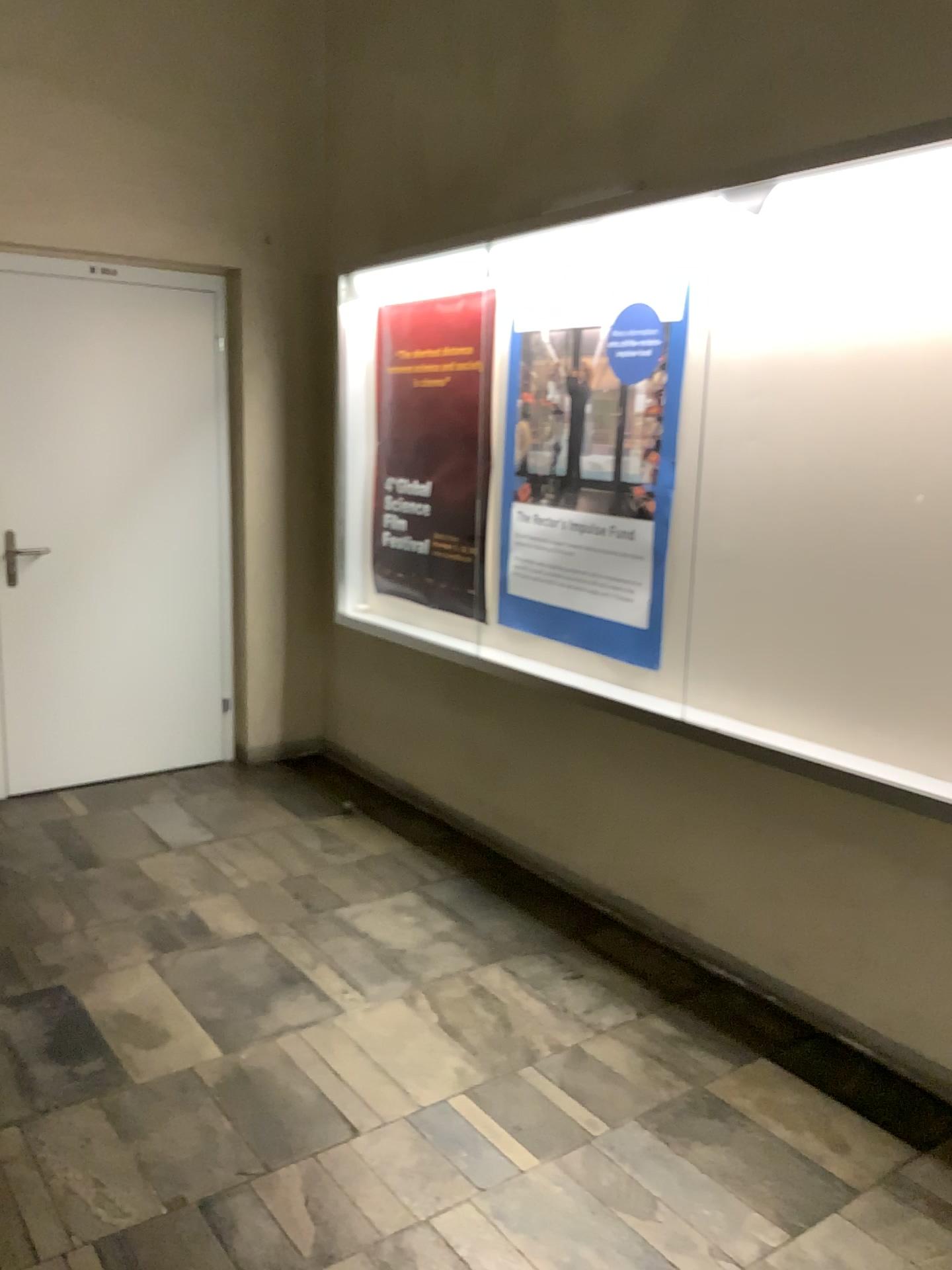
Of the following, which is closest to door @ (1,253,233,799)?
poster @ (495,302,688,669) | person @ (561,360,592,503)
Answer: poster @ (495,302,688,669)

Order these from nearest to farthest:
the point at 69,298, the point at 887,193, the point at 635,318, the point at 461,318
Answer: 1. the point at 887,193
2. the point at 635,318
3. the point at 461,318
4. the point at 69,298

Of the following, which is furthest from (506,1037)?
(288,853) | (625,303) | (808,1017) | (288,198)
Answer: (288,198)

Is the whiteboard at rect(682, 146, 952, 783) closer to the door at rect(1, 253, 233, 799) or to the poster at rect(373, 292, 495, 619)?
the poster at rect(373, 292, 495, 619)

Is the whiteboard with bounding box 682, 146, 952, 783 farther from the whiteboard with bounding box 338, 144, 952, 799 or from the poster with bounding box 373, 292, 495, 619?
the poster with bounding box 373, 292, 495, 619

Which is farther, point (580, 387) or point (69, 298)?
point (69, 298)

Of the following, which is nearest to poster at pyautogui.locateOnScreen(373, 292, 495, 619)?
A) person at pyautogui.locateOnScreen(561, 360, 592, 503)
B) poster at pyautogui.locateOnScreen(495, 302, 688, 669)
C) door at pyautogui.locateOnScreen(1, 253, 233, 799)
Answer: poster at pyautogui.locateOnScreen(495, 302, 688, 669)

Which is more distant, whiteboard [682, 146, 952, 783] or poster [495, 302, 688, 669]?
poster [495, 302, 688, 669]

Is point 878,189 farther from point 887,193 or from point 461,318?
point 461,318

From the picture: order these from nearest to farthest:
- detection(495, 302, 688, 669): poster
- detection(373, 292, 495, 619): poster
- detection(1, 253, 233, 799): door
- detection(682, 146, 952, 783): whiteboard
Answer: detection(682, 146, 952, 783): whiteboard
detection(495, 302, 688, 669): poster
detection(373, 292, 495, 619): poster
detection(1, 253, 233, 799): door
